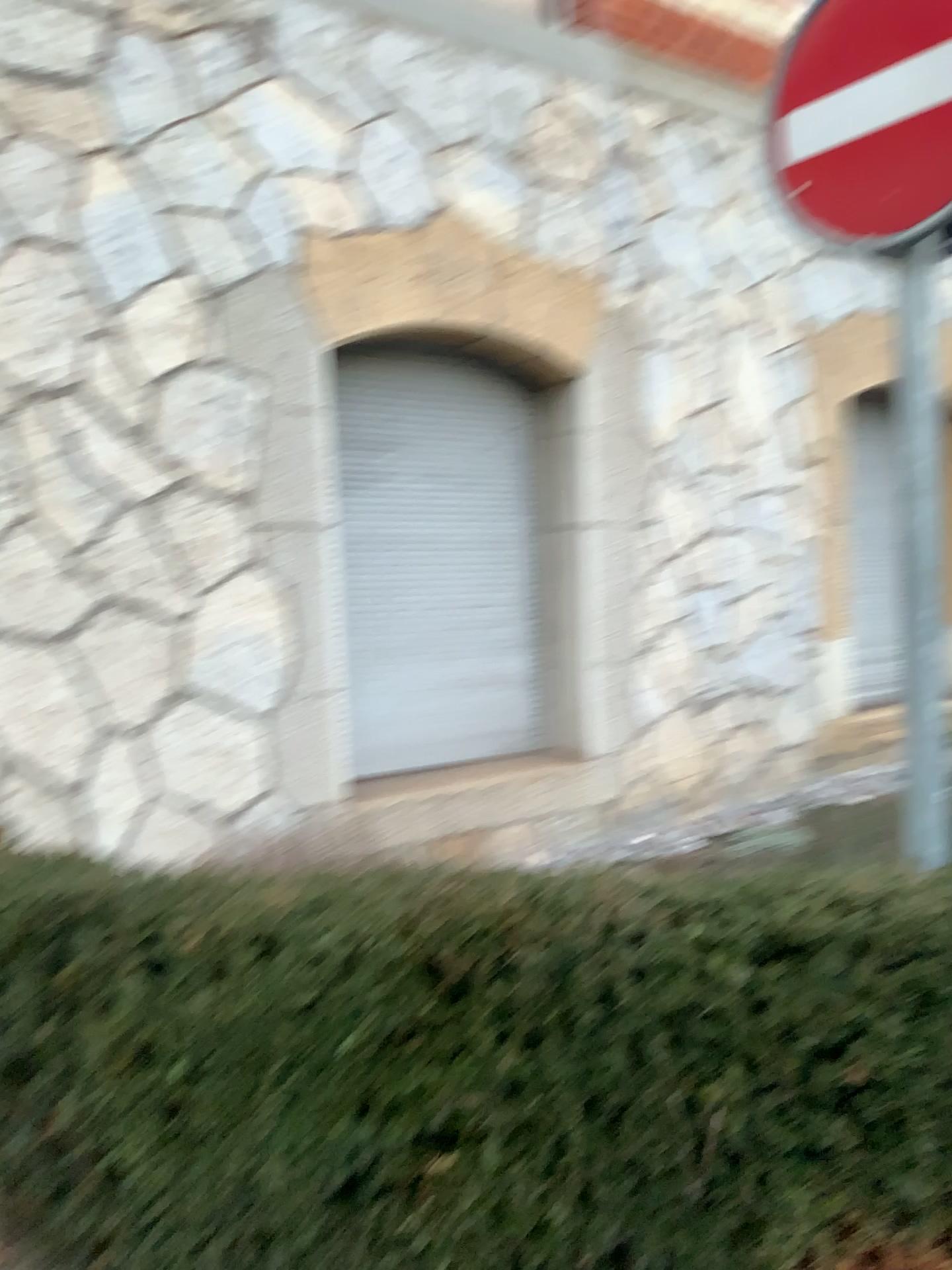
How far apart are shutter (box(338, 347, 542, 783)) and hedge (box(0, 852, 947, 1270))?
2.9 meters

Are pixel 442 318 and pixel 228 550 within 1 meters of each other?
no

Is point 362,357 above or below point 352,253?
below

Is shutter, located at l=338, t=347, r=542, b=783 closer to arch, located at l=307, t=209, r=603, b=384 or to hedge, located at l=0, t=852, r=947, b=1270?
arch, located at l=307, t=209, r=603, b=384

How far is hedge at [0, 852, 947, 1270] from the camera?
1.6 meters

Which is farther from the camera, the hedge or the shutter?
the shutter

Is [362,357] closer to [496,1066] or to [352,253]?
[352,253]

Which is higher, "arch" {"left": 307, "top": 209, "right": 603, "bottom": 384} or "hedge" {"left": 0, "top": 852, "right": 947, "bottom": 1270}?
"arch" {"left": 307, "top": 209, "right": 603, "bottom": 384}

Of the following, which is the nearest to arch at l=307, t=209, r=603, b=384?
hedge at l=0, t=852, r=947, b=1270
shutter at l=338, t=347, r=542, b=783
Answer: shutter at l=338, t=347, r=542, b=783

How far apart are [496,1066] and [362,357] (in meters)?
3.70
